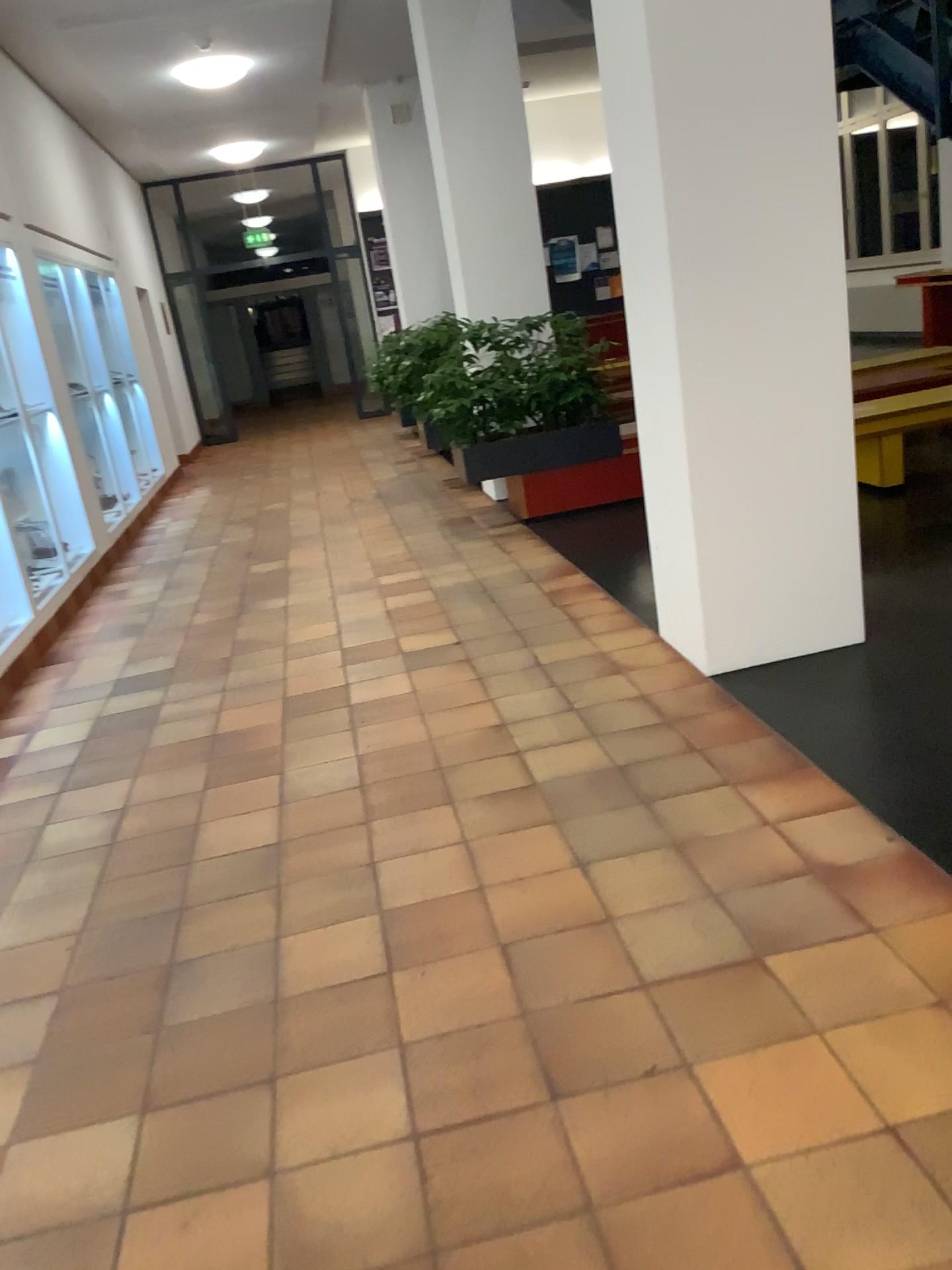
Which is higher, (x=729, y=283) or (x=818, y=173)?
(x=818, y=173)
